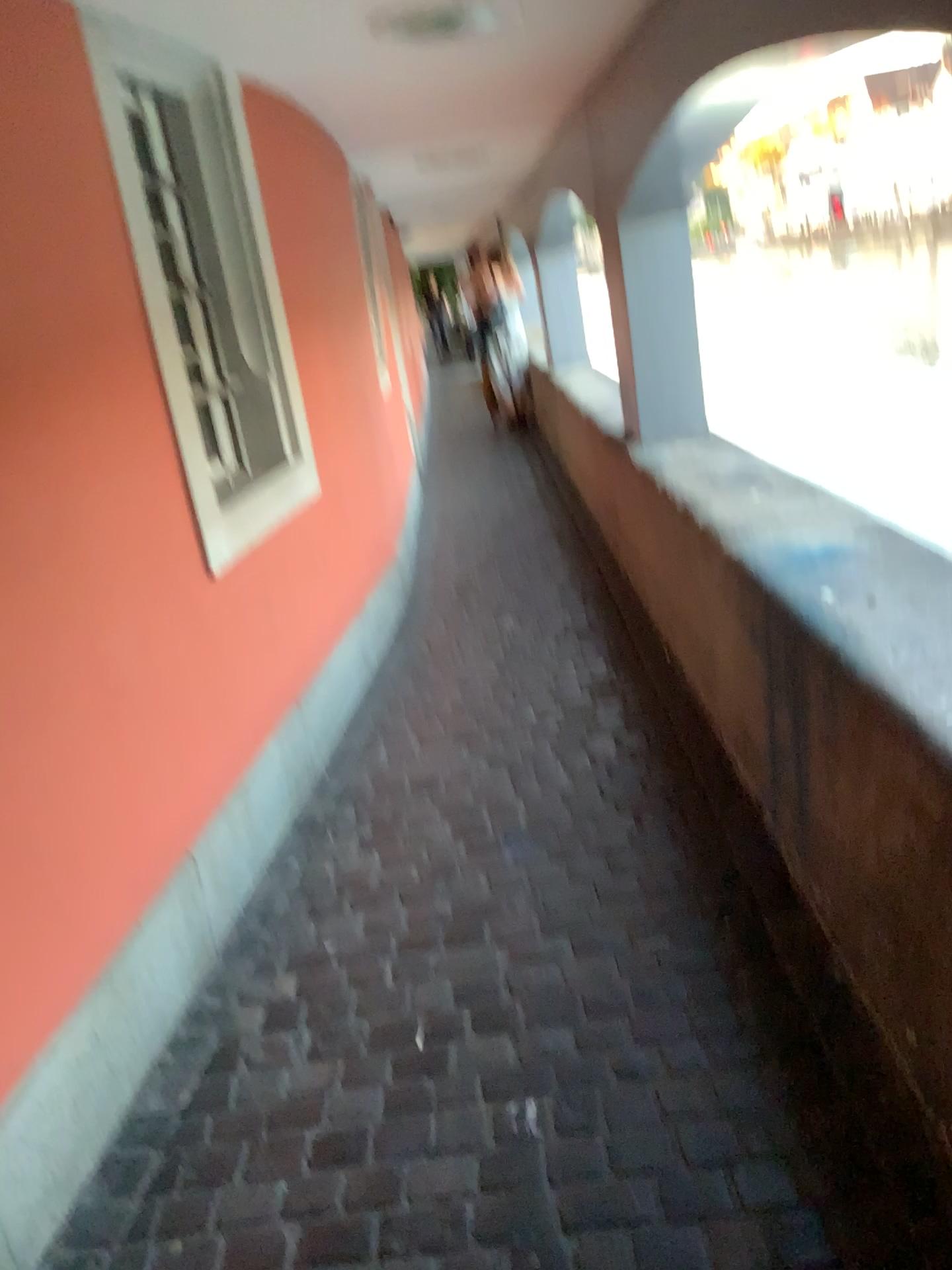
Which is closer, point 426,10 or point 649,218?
point 426,10

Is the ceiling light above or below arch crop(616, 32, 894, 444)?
above

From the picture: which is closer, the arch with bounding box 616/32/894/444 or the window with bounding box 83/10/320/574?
the window with bounding box 83/10/320/574

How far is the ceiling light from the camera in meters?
2.5

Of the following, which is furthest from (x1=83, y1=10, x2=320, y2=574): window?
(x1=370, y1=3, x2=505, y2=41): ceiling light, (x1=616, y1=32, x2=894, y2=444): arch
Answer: (x1=616, y1=32, x2=894, y2=444): arch

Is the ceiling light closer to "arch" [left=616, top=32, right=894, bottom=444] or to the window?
the window

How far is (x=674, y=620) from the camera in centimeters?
332cm

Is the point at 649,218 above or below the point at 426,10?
below

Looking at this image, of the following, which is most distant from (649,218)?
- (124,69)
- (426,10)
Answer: (124,69)
